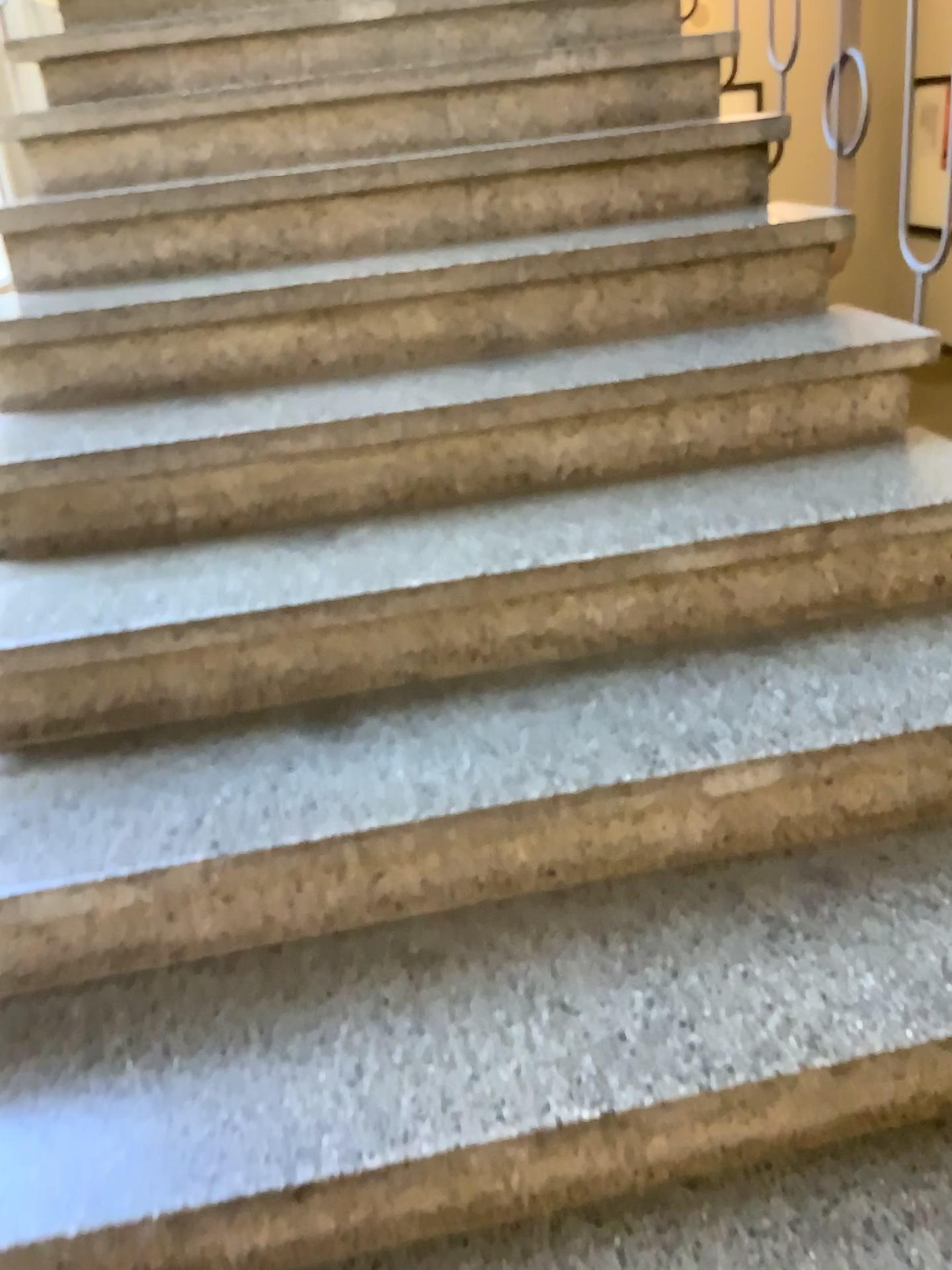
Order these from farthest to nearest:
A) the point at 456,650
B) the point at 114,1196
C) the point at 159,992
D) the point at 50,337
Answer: the point at 50,337
the point at 456,650
the point at 159,992
the point at 114,1196

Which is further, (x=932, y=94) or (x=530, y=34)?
(x=530, y=34)

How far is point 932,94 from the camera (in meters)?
1.71

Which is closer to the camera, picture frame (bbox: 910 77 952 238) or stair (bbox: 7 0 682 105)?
picture frame (bbox: 910 77 952 238)

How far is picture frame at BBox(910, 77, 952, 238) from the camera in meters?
1.7 m
